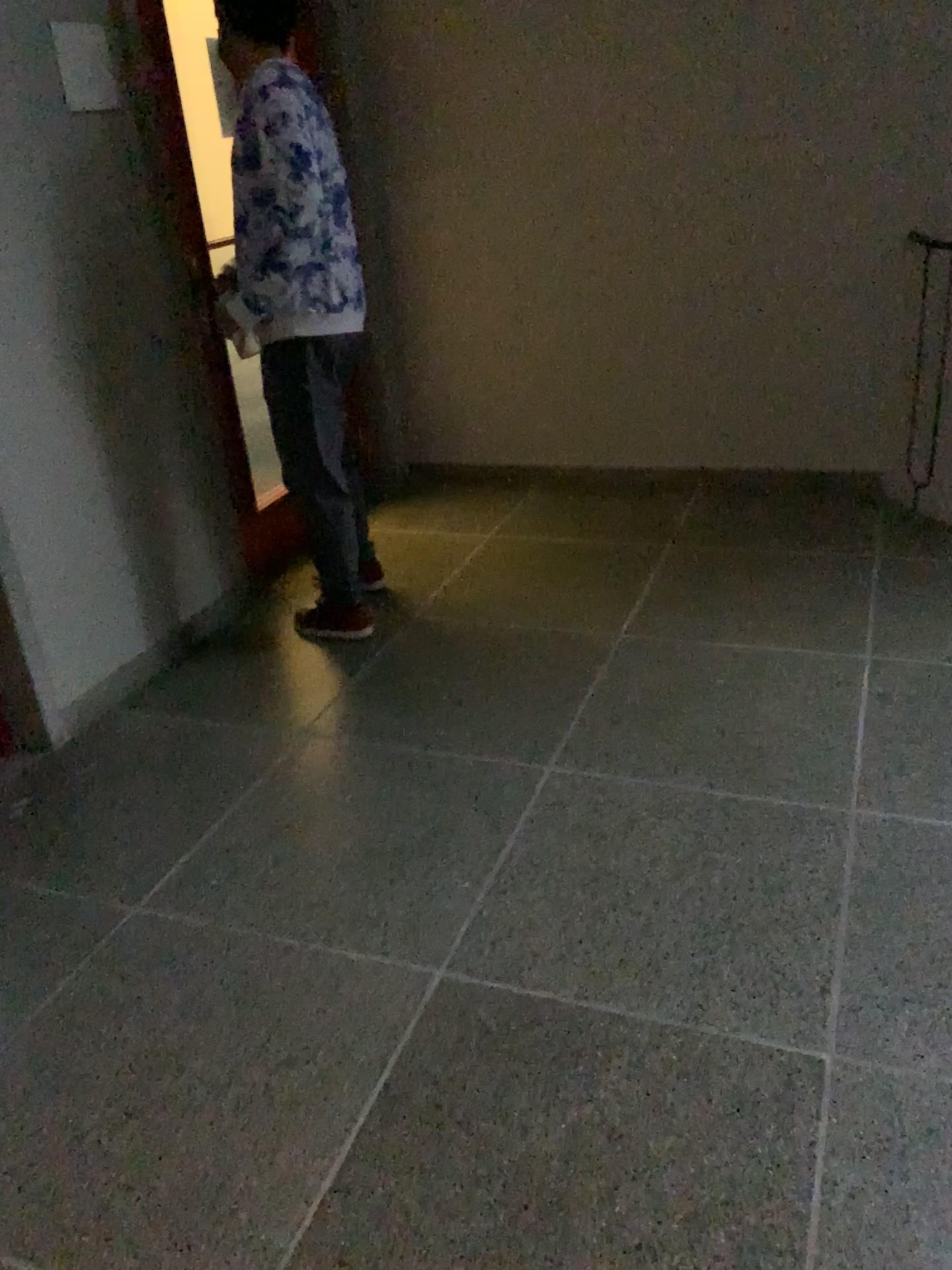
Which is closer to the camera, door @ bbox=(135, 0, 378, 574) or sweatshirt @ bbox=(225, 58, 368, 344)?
sweatshirt @ bbox=(225, 58, 368, 344)

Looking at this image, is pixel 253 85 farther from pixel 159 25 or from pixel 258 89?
pixel 159 25

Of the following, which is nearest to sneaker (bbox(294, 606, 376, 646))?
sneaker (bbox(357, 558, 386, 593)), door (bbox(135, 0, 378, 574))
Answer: sneaker (bbox(357, 558, 386, 593))

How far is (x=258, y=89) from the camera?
2.8 meters

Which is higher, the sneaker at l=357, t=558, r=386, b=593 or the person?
the person

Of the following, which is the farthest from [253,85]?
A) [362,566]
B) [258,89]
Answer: [362,566]

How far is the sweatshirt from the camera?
2.75m

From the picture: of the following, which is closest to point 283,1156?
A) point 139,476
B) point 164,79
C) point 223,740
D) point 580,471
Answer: point 223,740

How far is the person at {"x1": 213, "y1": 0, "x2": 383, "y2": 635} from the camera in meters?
2.8

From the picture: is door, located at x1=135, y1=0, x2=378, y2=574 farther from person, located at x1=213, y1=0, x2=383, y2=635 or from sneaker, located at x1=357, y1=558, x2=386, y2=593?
sneaker, located at x1=357, y1=558, x2=386, y2=593
